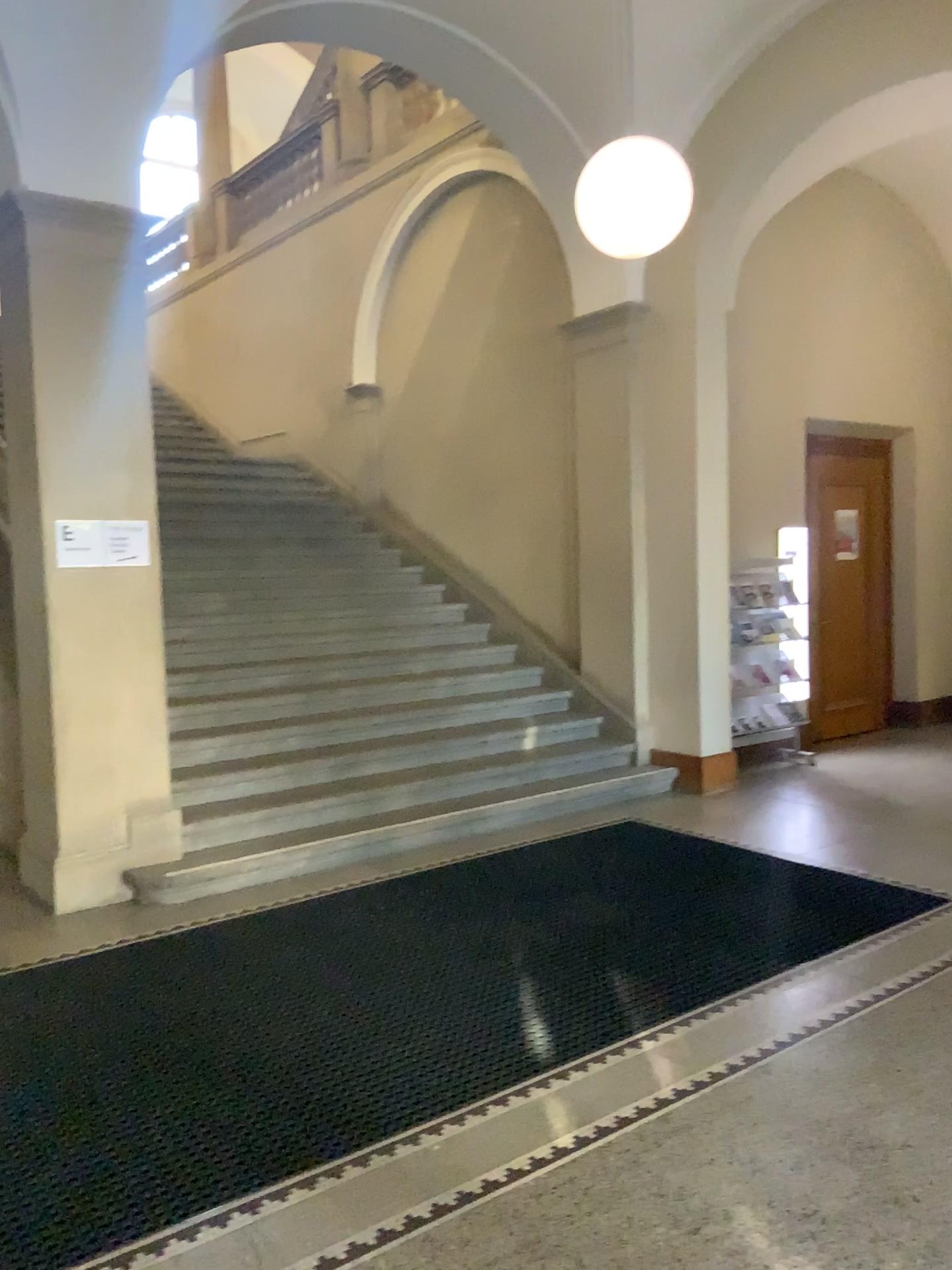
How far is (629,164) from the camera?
4.55m

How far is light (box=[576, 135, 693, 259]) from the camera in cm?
455

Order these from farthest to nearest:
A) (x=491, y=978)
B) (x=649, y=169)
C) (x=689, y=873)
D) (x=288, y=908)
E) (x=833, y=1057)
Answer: (x=689, y=873) → (x=288, y=908) → (x=649, y=169) → (x=491, y=978) → (x=833, y=1057)
